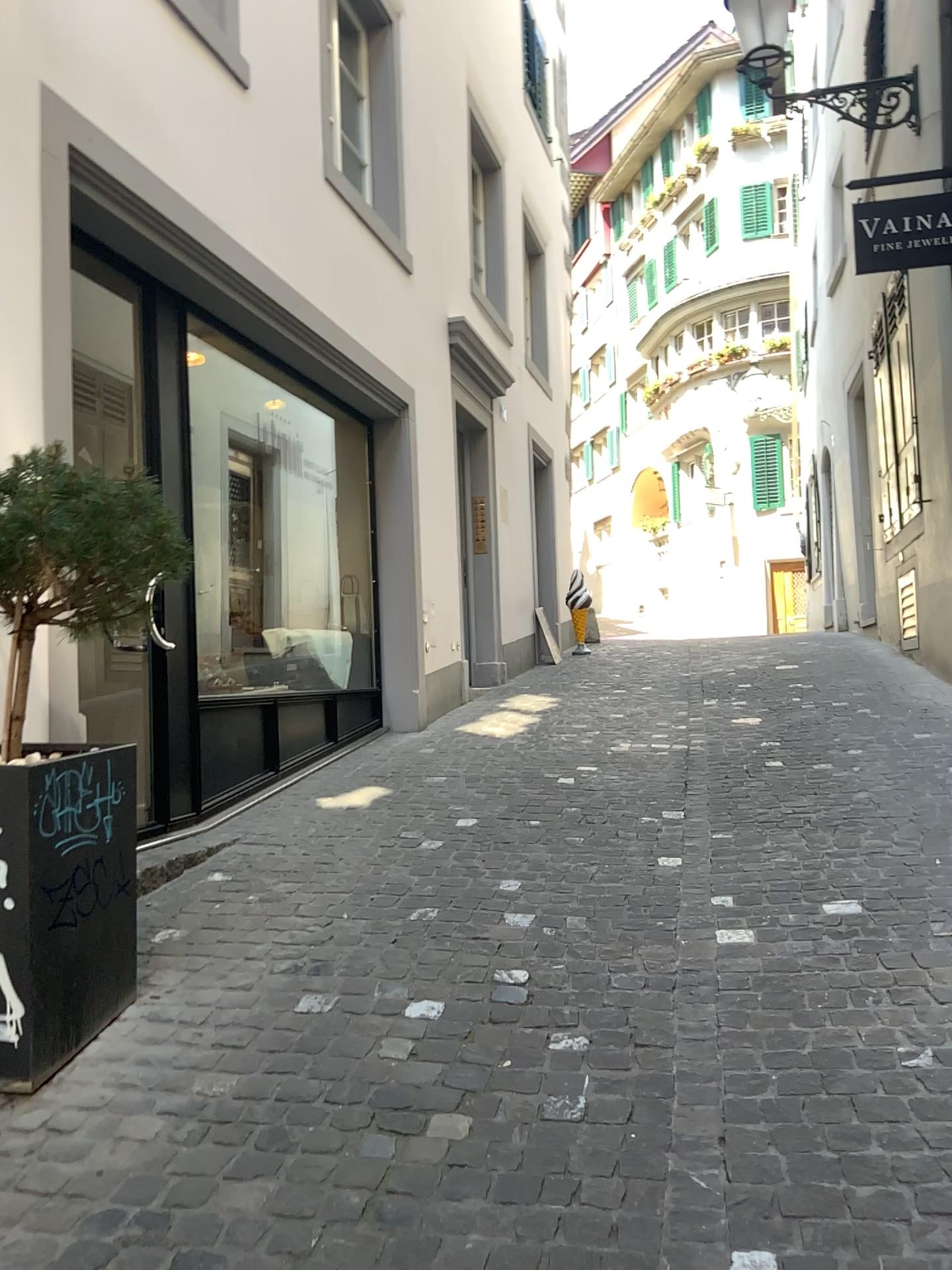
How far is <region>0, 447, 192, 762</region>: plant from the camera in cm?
247

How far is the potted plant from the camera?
2.45m

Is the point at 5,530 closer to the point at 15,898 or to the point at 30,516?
the point at 30,516

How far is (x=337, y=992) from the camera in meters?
2.9

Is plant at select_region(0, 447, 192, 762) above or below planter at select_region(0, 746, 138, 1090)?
above

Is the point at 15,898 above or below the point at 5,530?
below

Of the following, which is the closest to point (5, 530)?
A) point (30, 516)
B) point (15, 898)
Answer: point (30, 516)
